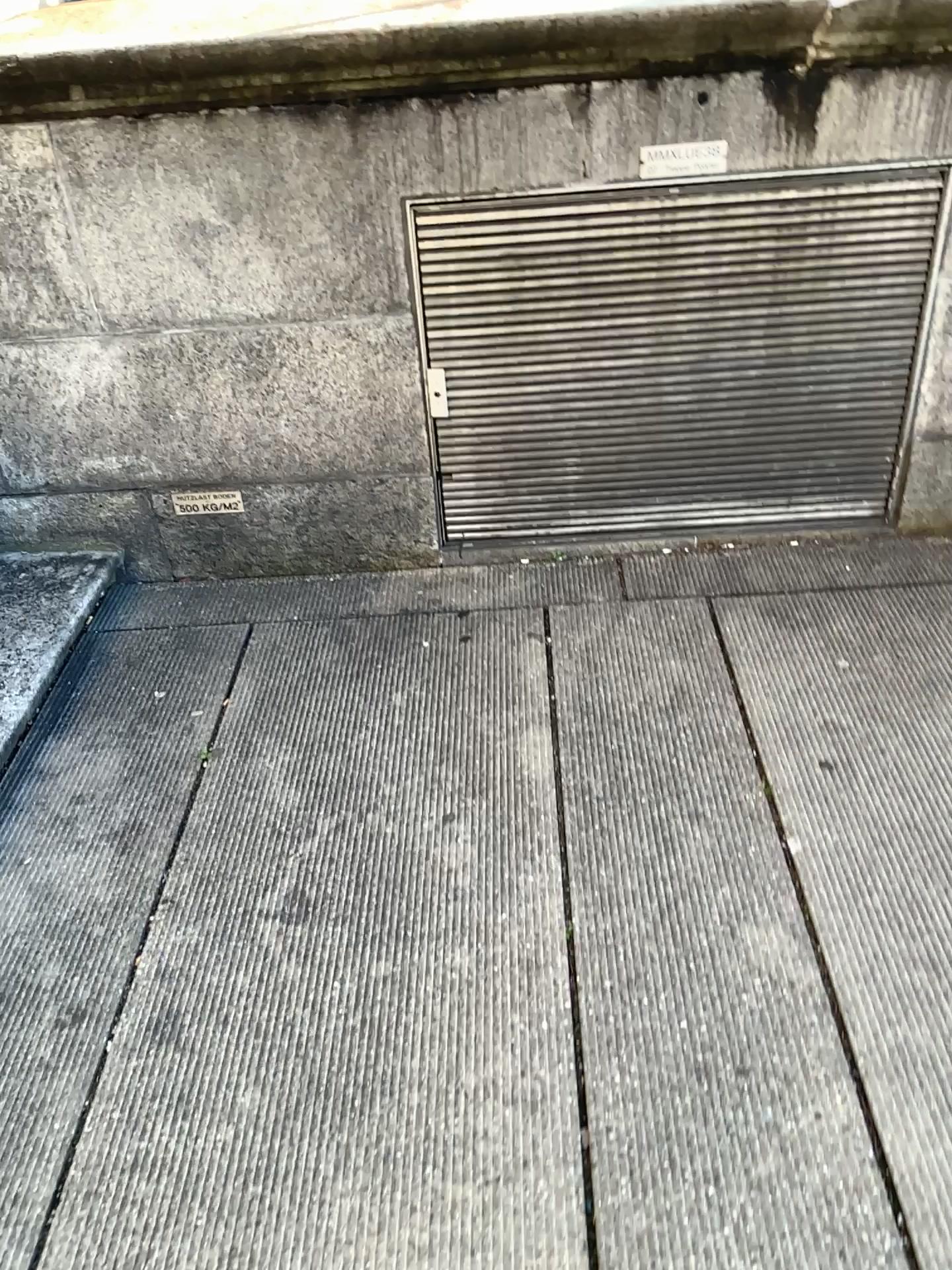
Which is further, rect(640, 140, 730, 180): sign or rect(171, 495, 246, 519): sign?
rect(171, 495, 246, 519): sign

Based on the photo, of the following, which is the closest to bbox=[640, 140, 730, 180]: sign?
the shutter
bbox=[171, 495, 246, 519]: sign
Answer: the shutter

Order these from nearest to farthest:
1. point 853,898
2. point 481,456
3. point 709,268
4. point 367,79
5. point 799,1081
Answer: point 799,1081 → point 853,898 → point 367,79 → point 709,268 → point 481,456

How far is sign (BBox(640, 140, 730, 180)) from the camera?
2.2m

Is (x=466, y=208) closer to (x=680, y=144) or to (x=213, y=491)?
(x=680, y=144)

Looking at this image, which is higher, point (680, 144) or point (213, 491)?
point (680, 144)

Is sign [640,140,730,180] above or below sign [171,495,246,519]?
above

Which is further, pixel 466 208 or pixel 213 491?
pixel 213 491

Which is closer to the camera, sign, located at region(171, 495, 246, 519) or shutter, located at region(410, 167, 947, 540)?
shutter, located at region(410, 167, 947, 540)

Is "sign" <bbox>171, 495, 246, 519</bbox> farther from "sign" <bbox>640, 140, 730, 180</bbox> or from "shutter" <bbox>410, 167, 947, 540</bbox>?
"sign" <bbox>640, 140, 730, 180</bbox>
